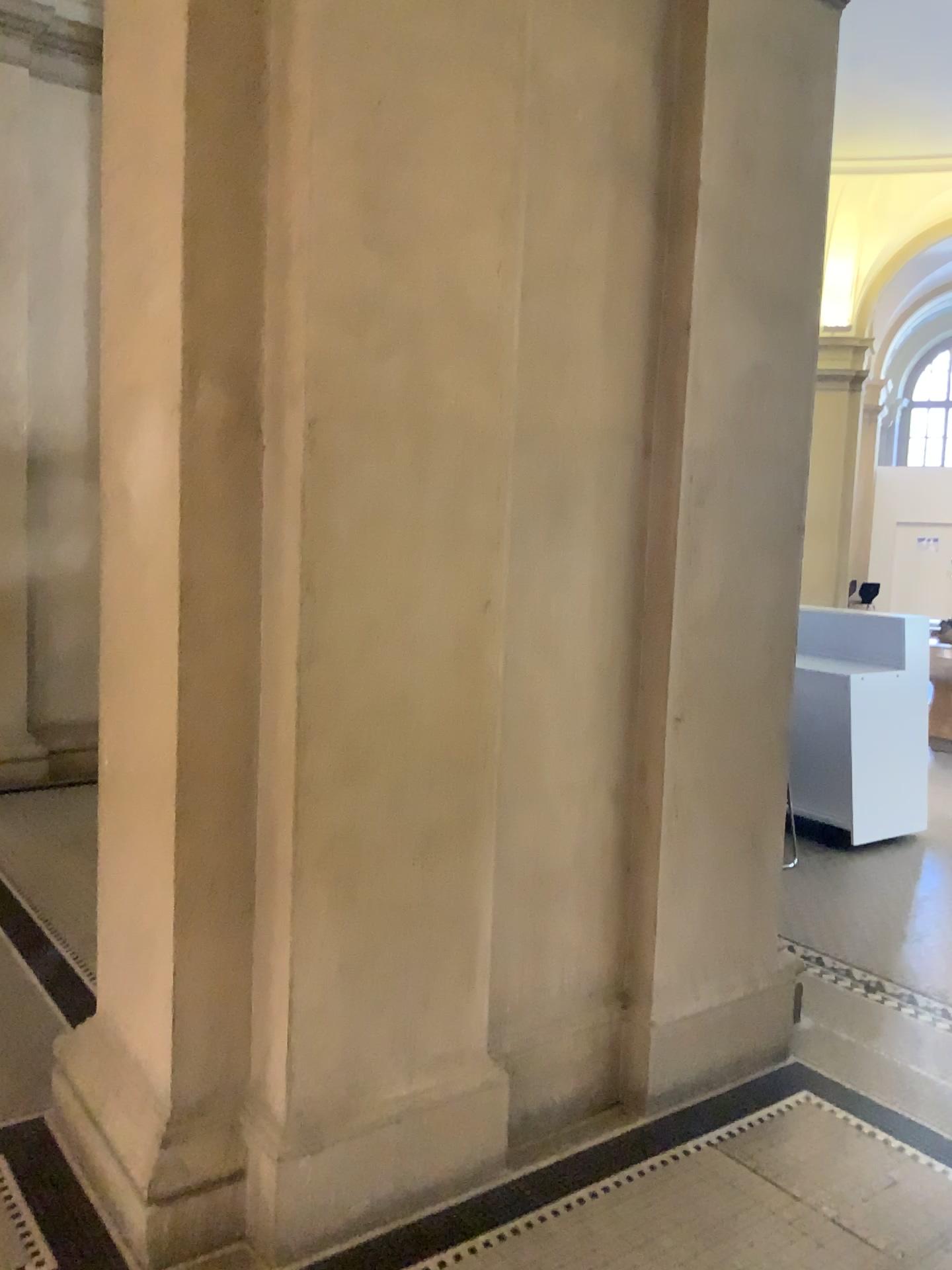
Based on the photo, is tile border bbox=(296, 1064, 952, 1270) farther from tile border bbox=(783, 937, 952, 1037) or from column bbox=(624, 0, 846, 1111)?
tile border bbox=(783, 937, 952, 1037)

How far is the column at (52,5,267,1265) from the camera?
2.1 meters

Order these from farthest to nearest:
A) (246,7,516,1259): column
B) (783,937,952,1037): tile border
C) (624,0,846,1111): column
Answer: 1. (783,937,952,1037): tile border
2. (624,0,846,1111): column
3. (246,7,516,1259): column

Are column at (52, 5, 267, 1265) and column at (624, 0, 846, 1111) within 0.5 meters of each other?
no

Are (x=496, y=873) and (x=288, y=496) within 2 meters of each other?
yes

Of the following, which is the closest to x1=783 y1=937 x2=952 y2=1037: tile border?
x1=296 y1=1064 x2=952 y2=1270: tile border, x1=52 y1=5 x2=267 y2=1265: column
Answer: x1=296 y1=1064 x2=952 y2=1270: tile border

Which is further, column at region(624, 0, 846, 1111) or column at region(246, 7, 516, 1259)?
column at region(624, 0, 846, 1111)

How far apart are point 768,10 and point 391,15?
1.2m

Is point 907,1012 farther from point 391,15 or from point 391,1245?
point 391,15

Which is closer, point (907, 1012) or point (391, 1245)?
point (391, 1245)
